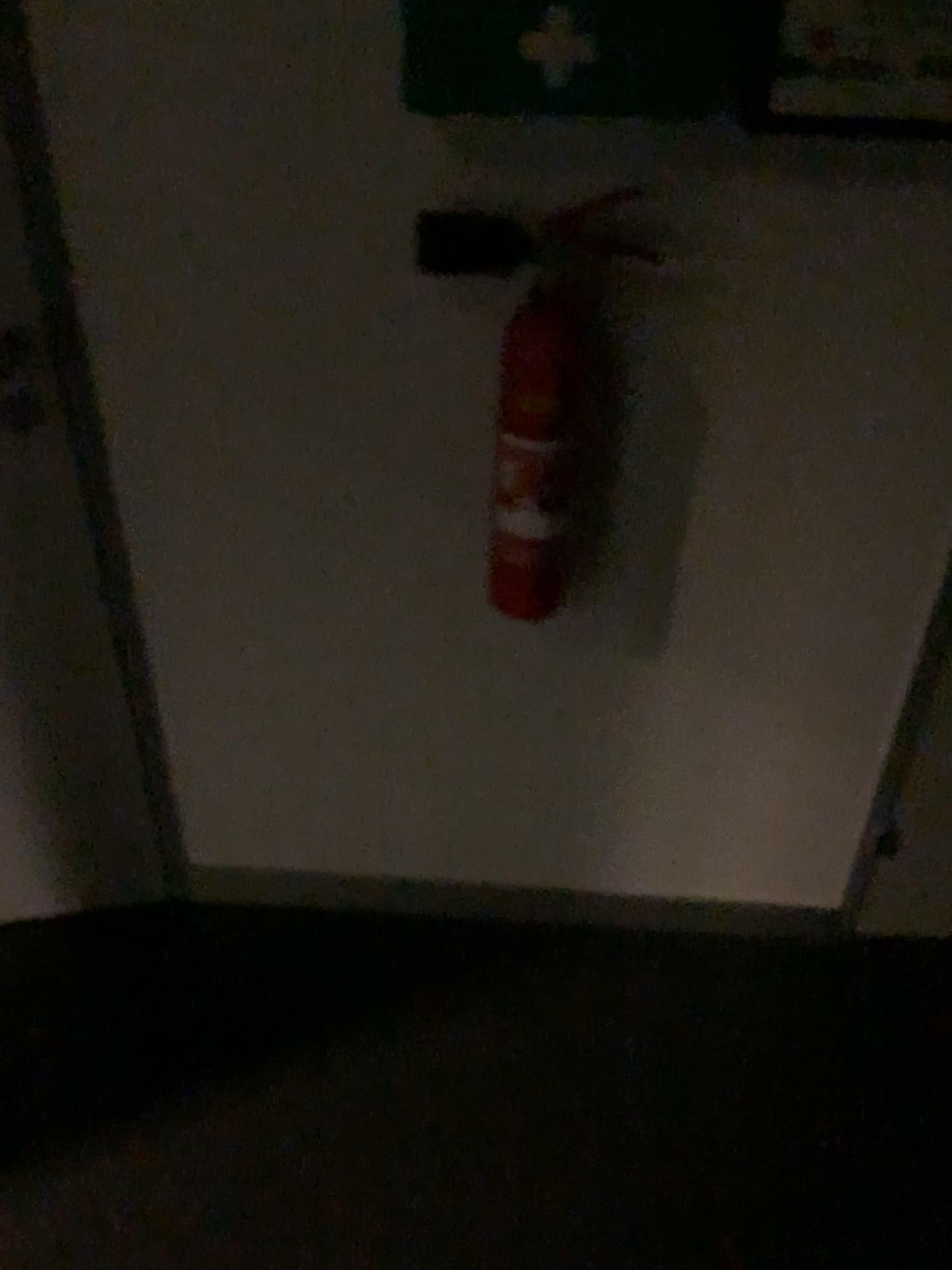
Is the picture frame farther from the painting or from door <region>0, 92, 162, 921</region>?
door <region>0, 92, 162, 921</region>

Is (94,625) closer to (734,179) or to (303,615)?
(303,615)

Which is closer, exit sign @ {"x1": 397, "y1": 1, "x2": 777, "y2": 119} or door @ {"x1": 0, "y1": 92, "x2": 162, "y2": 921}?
exit sign @ {"x1": 397, "y1": 1, "x2": 777, "y2": 119}

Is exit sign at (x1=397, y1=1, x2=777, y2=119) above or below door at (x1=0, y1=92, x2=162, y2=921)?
above

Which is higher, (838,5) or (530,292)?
(838,5)

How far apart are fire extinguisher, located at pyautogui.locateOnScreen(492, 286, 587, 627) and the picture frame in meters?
0.3

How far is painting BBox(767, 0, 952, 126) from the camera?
1.03m

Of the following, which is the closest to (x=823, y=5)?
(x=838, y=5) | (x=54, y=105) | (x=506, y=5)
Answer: (x=838, y=5)

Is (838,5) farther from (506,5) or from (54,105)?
(54,105)

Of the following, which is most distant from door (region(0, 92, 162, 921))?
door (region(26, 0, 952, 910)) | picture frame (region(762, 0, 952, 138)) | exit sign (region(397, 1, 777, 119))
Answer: picture frame (region(762, 0, 952, 138))
